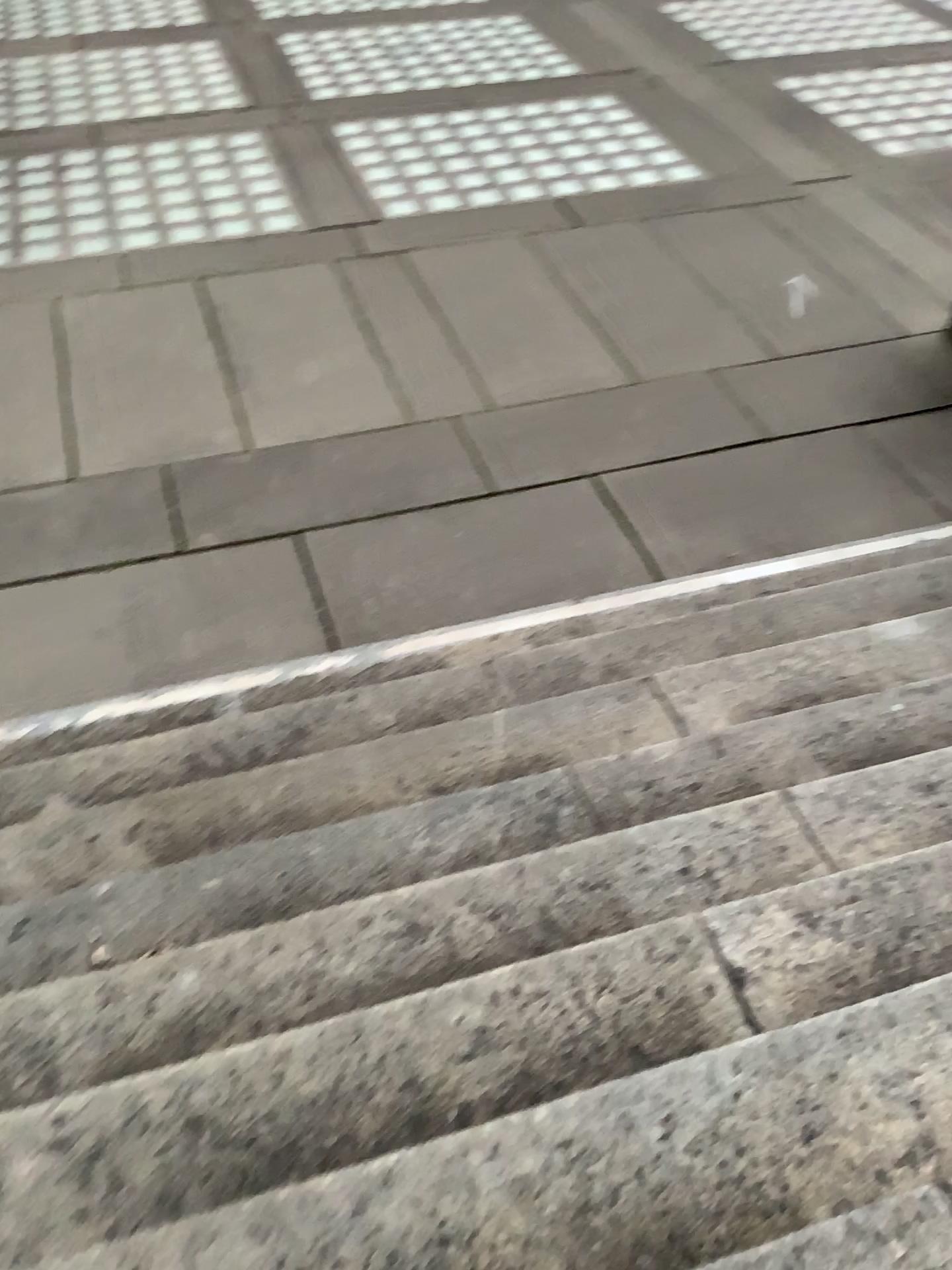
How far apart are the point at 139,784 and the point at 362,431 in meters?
2.4 m
